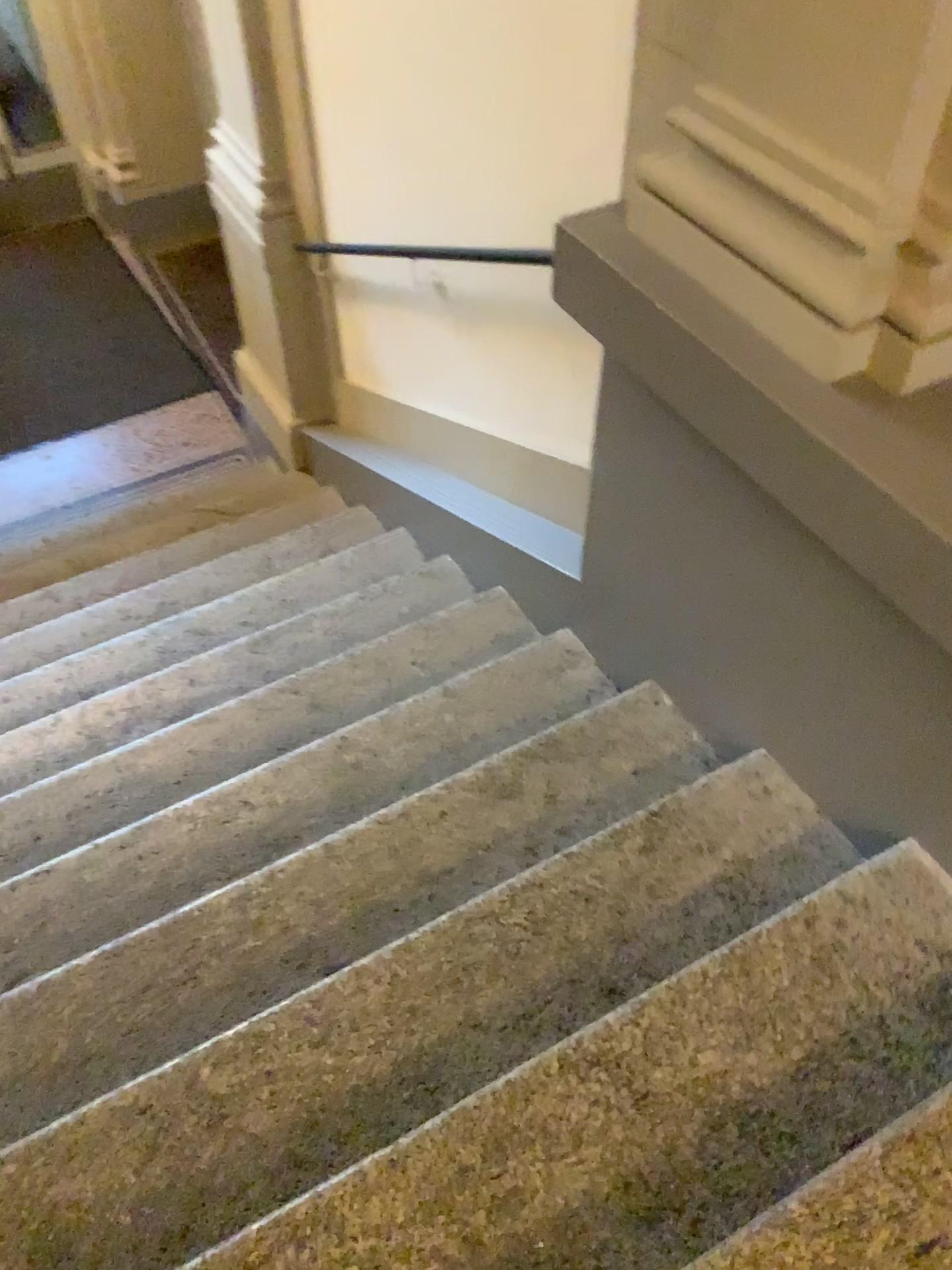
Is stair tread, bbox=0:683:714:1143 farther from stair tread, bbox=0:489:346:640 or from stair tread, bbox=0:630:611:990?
stair tread, bbox=0:489:346:640

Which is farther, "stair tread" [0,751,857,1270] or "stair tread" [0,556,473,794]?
"stair tread" [0,556,473,794]

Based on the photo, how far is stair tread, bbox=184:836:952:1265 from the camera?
1.4m

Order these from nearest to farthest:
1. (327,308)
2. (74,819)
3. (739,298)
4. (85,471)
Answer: (739,298), (74,819), (327,308), (85,471)

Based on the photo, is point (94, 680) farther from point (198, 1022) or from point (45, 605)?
point (198, 1022)

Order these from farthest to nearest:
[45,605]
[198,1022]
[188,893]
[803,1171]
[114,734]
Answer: [45,605] → [114,734] → [188,893] → [198,1022] → [803,1171]

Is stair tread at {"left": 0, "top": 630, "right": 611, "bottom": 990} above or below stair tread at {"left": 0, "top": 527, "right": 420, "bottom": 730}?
above

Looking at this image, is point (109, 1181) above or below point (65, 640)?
above

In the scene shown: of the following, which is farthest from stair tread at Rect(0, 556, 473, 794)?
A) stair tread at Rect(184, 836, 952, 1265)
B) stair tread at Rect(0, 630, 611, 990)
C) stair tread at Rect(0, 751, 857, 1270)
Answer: stair tread at Rect(184, 836, 952, 1265)

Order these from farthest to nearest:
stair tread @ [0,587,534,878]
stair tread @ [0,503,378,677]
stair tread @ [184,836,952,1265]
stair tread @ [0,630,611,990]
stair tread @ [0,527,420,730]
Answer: stair tread @ [0,503,378,677] < stair tread @ [0,527,420,730] < stair tread @ [0,587,534,878] < stair tread @ [0,630,611,990] < stair tread @ [184,836,952,1265]
